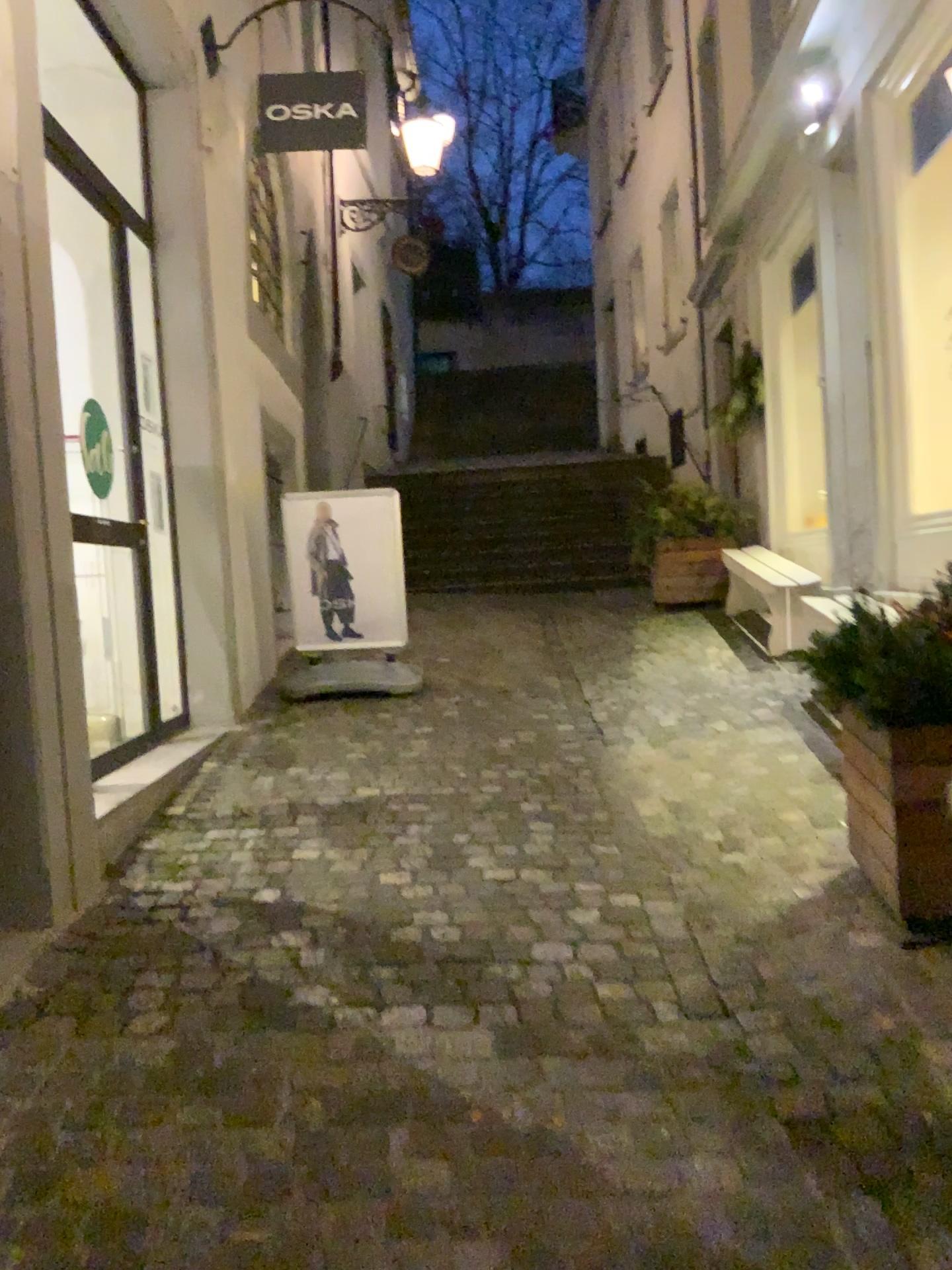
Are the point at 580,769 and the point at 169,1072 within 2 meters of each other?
no

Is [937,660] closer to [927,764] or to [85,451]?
[927,764]

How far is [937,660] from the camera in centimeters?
245cm

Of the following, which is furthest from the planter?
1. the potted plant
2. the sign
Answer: the sign

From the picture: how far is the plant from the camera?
2.5 meters

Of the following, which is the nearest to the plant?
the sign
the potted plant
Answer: the potted plant

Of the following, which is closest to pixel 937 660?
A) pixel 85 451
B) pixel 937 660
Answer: pixel 937 660

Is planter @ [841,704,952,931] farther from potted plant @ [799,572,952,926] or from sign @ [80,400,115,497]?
sign @ [80,400,115,497]

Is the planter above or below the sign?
below

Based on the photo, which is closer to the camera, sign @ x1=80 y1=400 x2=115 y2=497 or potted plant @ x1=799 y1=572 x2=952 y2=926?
potted plant @ x1=799 y1=572 x2=952 y2=926
